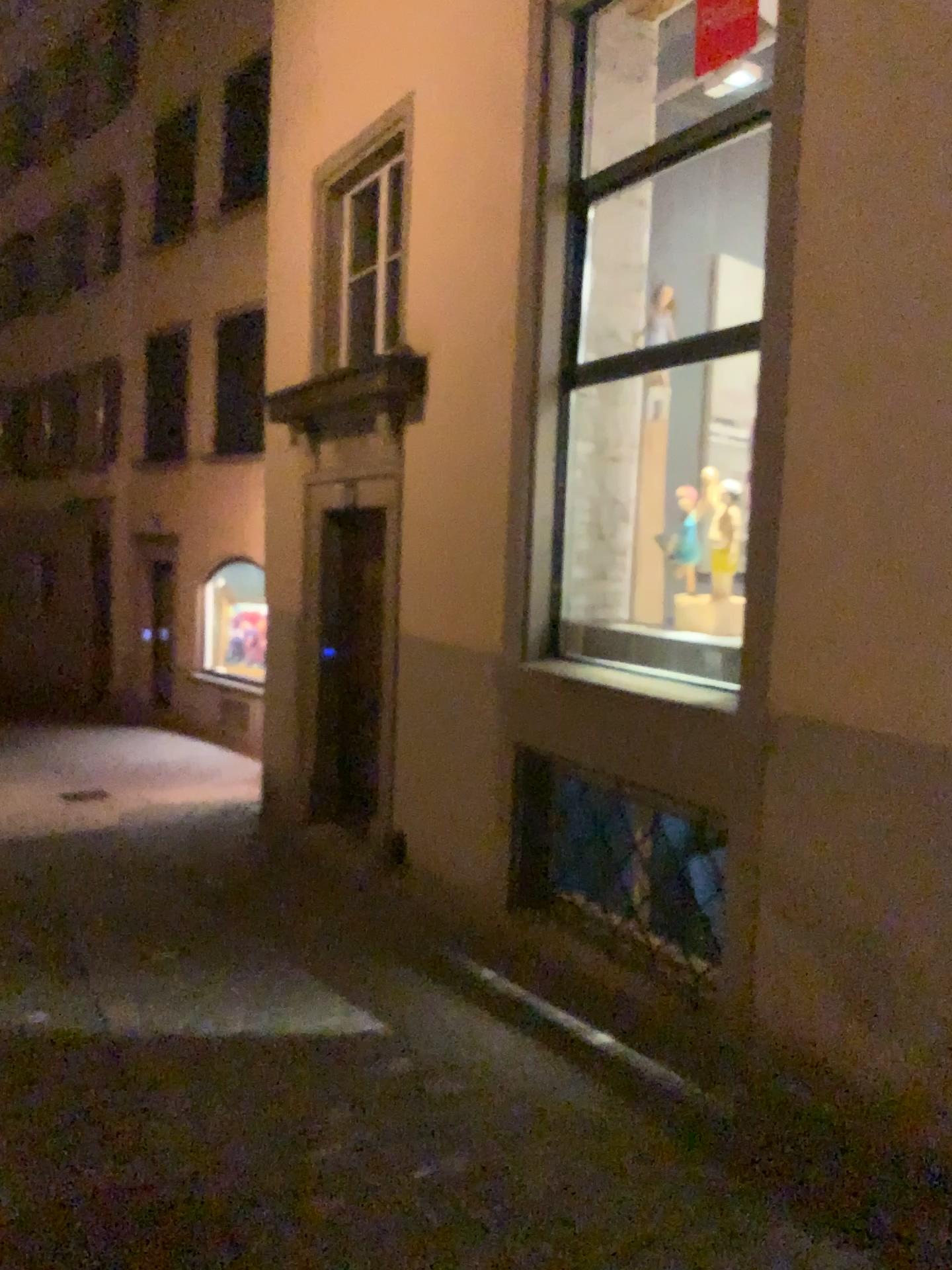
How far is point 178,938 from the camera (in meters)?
5.03

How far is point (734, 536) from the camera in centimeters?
461cm

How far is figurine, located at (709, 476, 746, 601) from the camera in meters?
4.6
